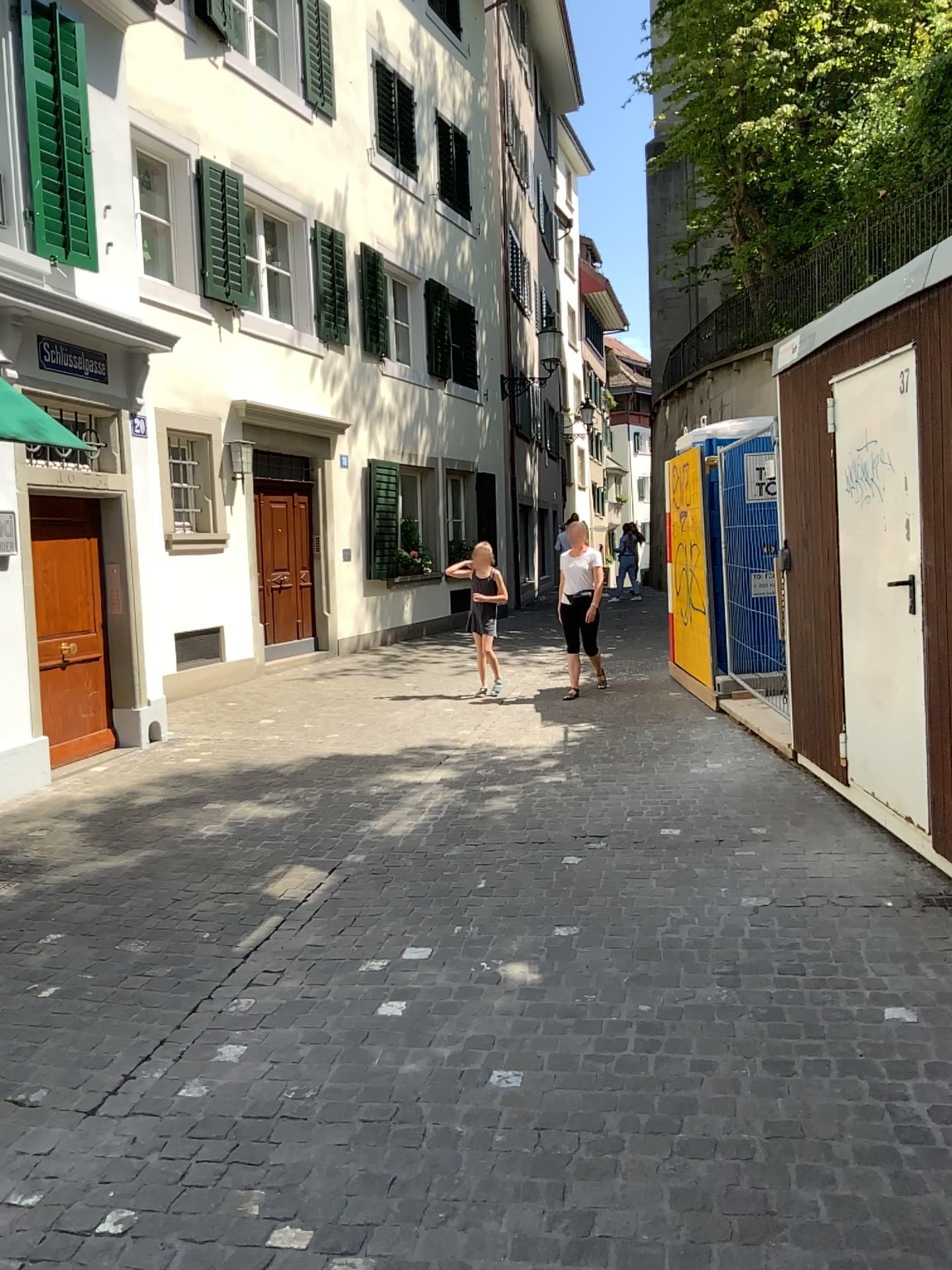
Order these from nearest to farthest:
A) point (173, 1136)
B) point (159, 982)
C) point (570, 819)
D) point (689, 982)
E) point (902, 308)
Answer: point (173, 1136) → point (689, 982) → point (159, 982) → point (902, 308) → point (570, 819)
